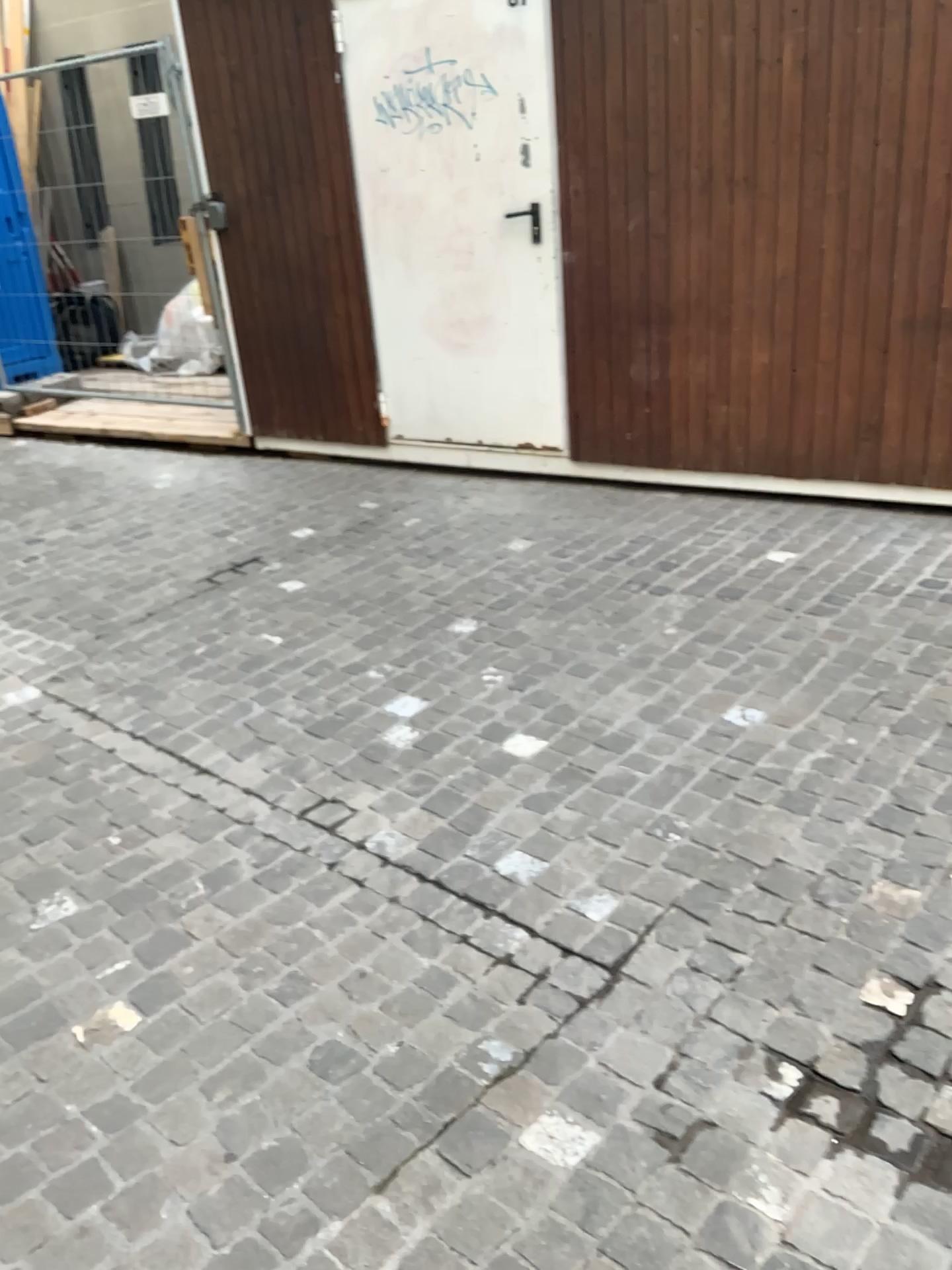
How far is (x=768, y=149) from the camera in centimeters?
401cm

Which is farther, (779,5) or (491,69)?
(491,69)

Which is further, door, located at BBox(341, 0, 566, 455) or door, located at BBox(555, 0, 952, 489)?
door, located at BBox(341, 0, 566, 455)
